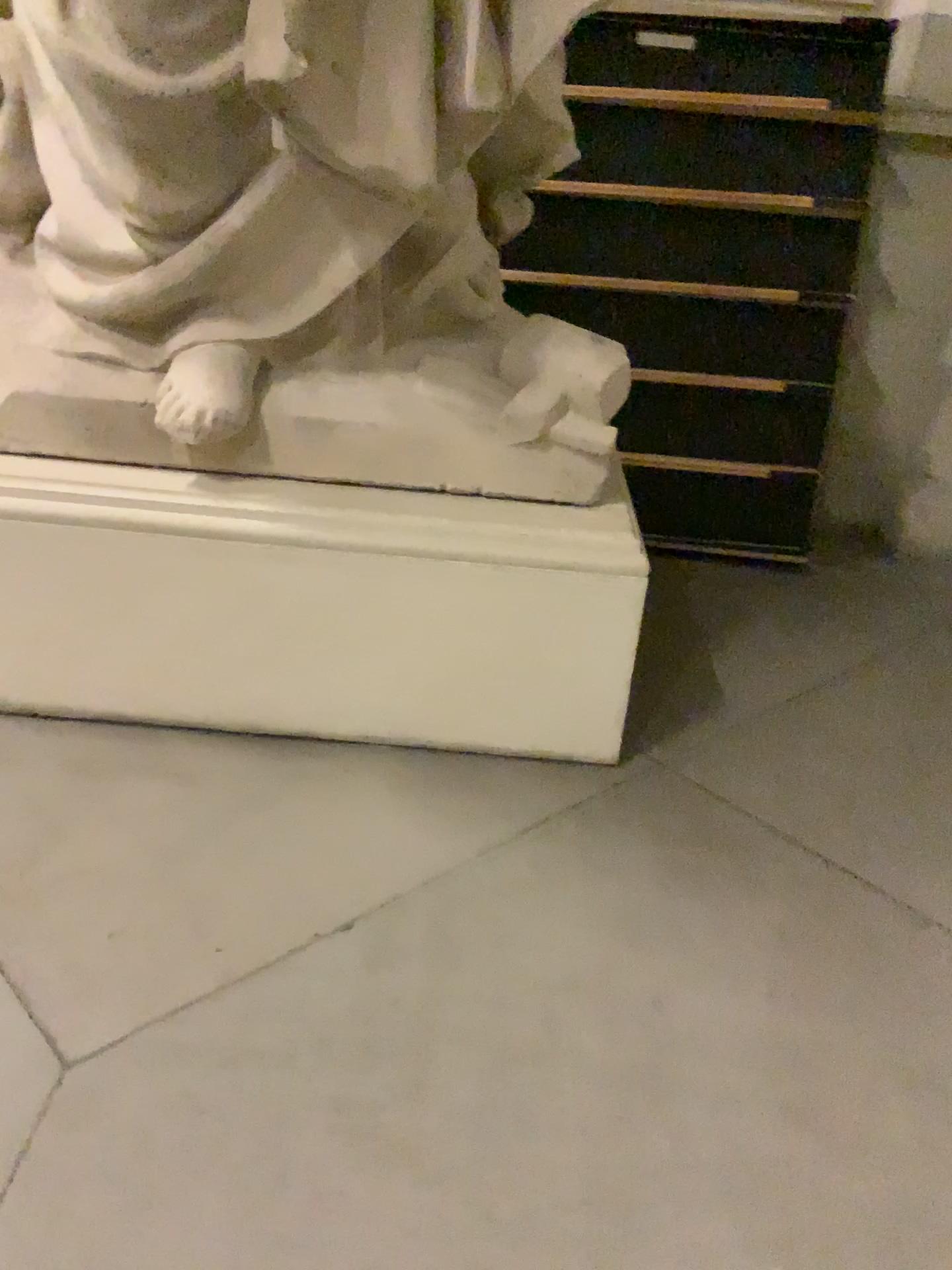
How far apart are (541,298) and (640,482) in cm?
63

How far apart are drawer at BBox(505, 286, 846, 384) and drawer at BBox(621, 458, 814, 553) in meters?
0.3

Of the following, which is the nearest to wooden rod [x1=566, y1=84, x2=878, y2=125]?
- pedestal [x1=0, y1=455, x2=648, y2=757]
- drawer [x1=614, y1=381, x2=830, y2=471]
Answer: drawer [x1=614, y1=381, x2=830, y2=471]

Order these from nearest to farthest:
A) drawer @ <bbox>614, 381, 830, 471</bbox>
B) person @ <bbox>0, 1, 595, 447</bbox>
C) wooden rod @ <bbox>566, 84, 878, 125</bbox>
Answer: person @ <bbox>0, 1, 595, 447</bbox>, wooden rod @ <bbox>566, 84, 878, 125</bbox>, drawer @ <bbox>614, 381, 830, 471</bbox>

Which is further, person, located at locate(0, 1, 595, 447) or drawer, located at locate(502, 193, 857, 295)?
drawer, located at locate(502, 193, 857, 295)

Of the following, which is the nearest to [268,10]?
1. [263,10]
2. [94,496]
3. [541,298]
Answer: [263,10]

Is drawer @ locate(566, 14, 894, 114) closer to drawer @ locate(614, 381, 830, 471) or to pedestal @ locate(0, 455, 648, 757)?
drawer @ locate(614, 381, 830, 471)

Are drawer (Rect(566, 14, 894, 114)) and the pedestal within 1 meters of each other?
no

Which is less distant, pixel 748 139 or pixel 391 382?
pixel 391 382

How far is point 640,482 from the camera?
3.3m
